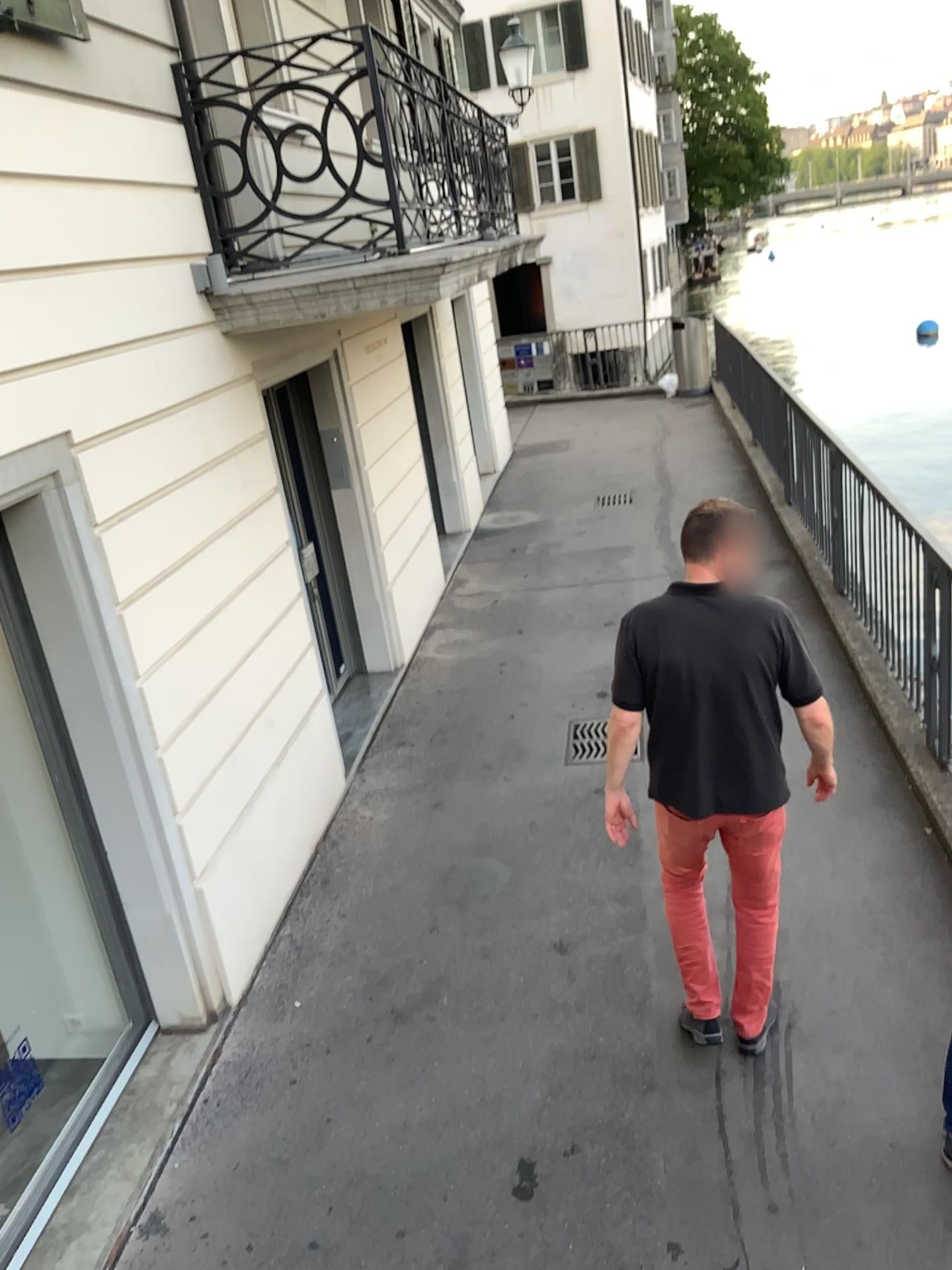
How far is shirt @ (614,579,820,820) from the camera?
2.99m

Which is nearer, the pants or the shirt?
the shirt

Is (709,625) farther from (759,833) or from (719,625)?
(759,833)

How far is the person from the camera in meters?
3.0 m

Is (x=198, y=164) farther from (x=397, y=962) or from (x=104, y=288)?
(x=397, y=962)

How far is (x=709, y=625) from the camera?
3.0 meters

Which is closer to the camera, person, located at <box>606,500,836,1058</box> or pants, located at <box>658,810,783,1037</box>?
person, located at <box>606,500,836,1058</box>

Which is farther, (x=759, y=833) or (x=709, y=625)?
(x=759, y=833)
